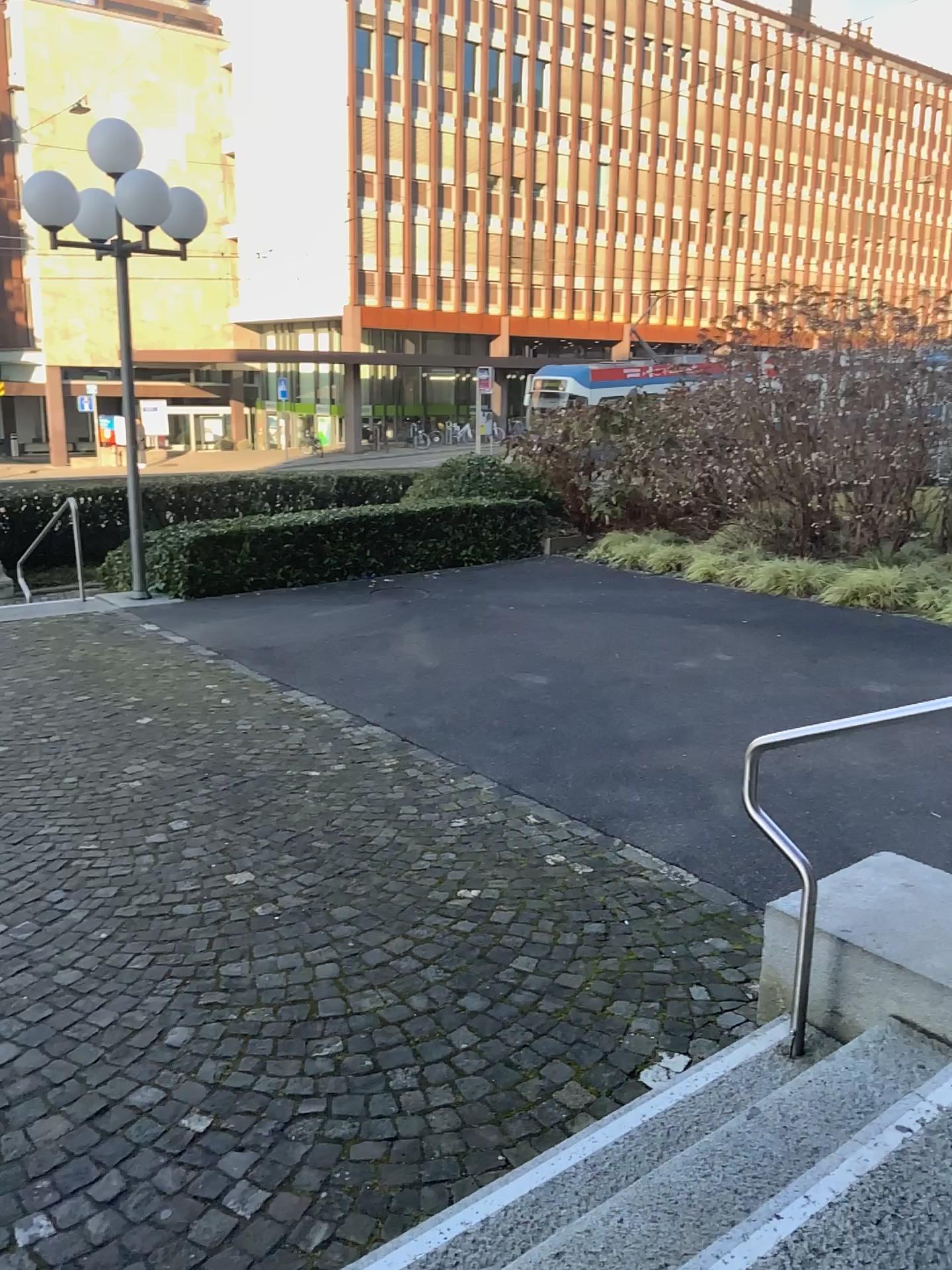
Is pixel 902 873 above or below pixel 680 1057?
above
